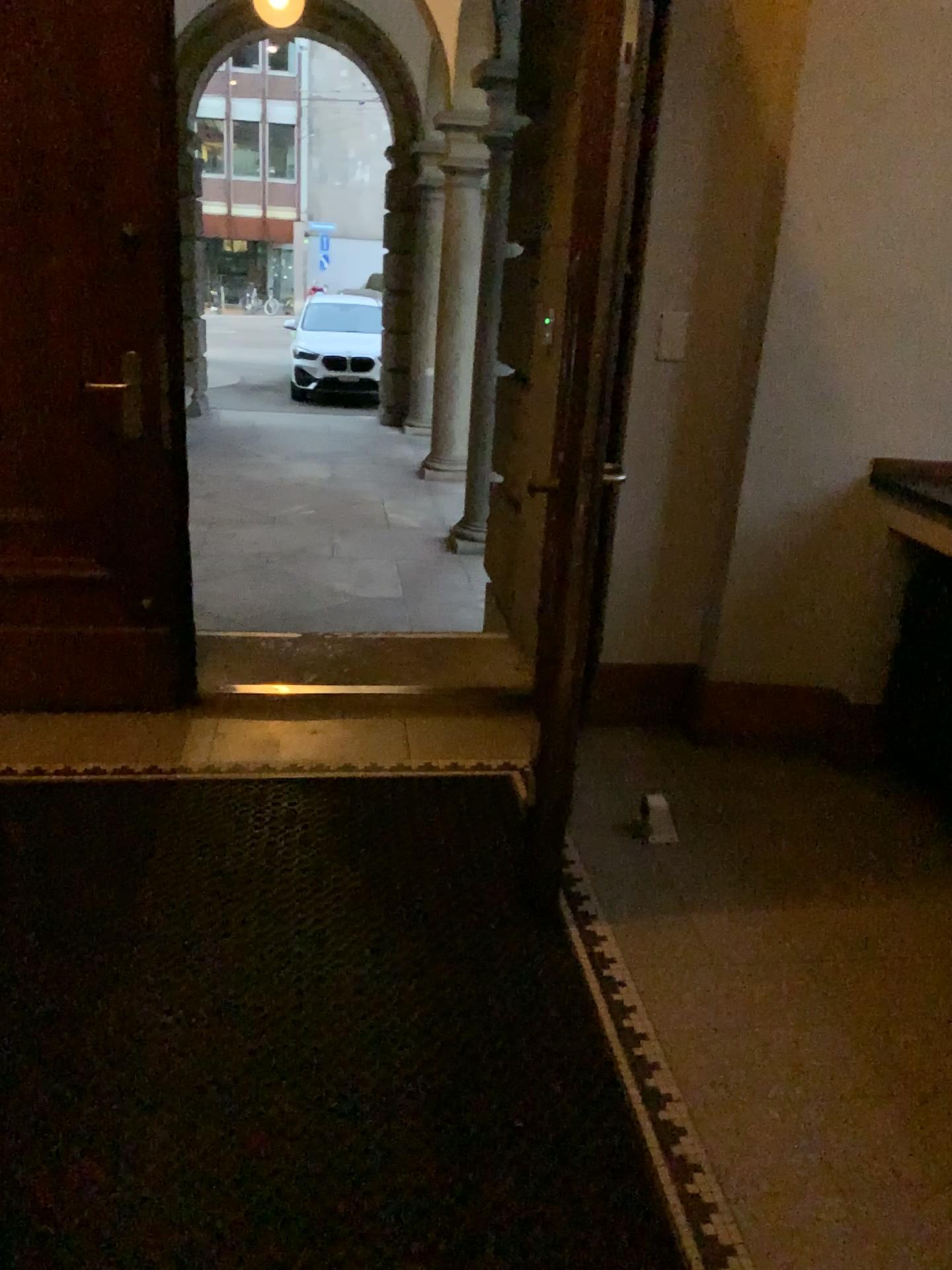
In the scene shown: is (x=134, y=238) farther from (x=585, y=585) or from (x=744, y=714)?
(x=744, y=714)
